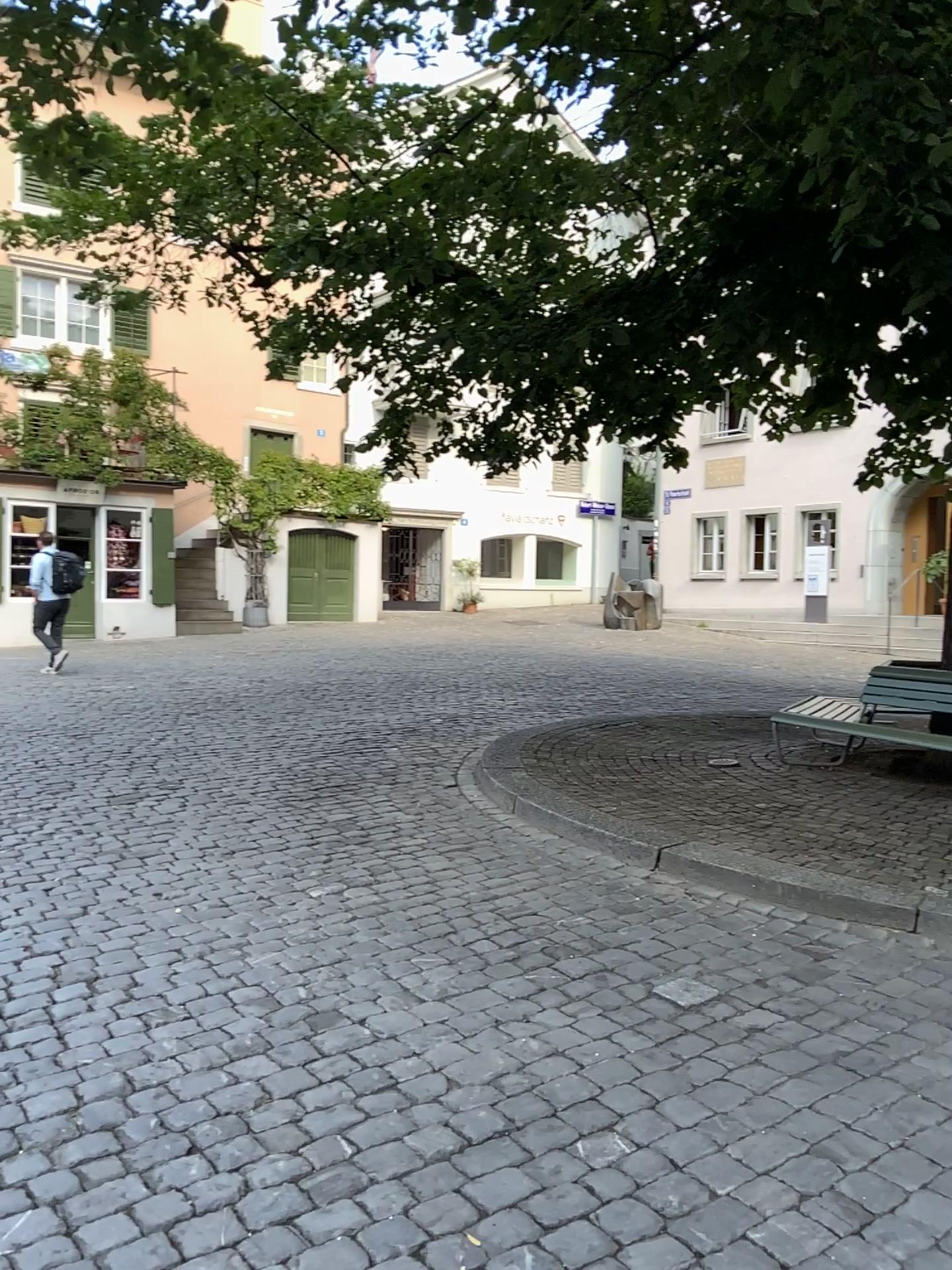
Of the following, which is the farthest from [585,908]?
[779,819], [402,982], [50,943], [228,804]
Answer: [228,804]
